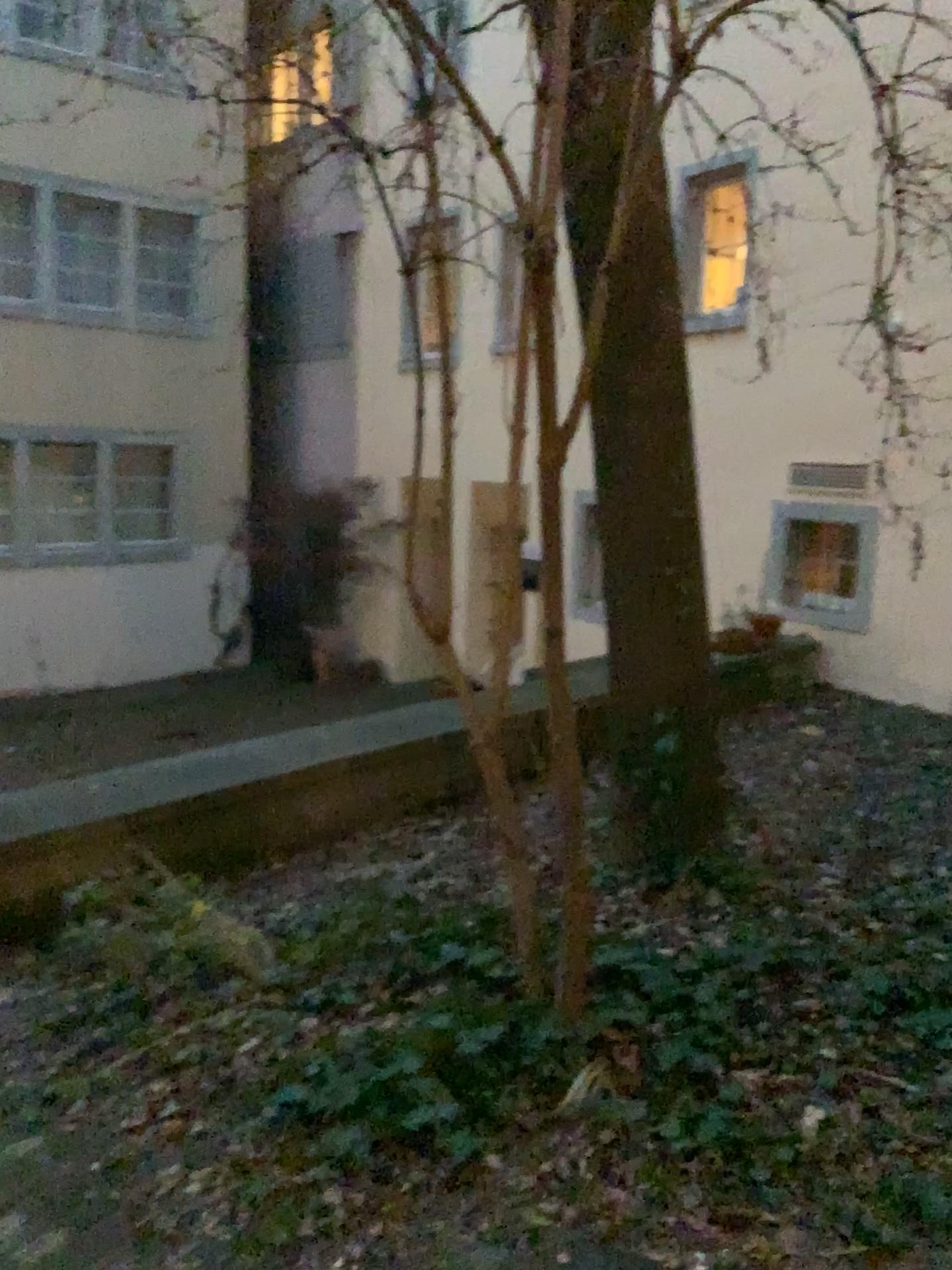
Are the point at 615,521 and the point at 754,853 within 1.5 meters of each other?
yes
